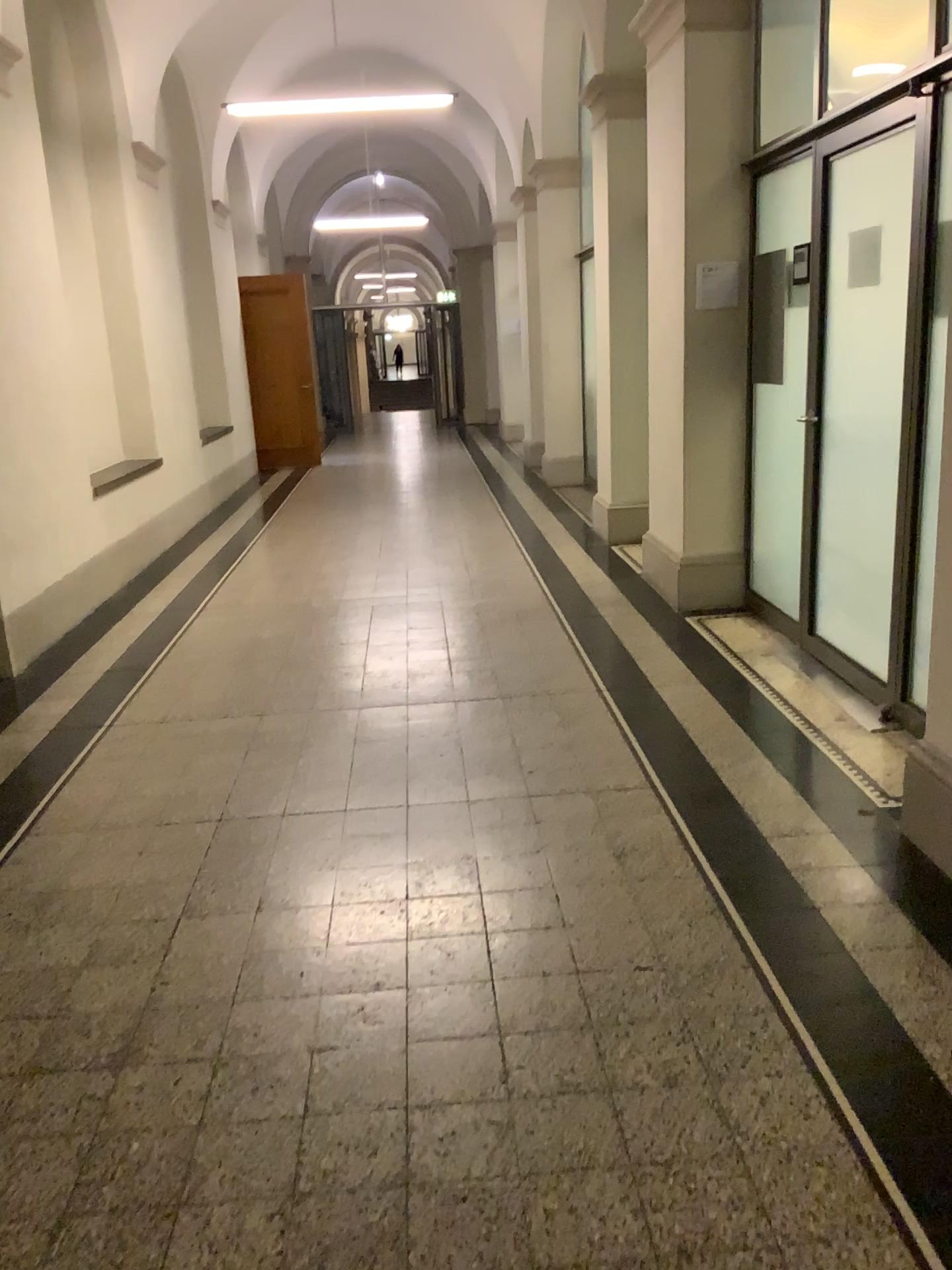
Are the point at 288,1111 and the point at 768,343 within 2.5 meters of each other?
no
